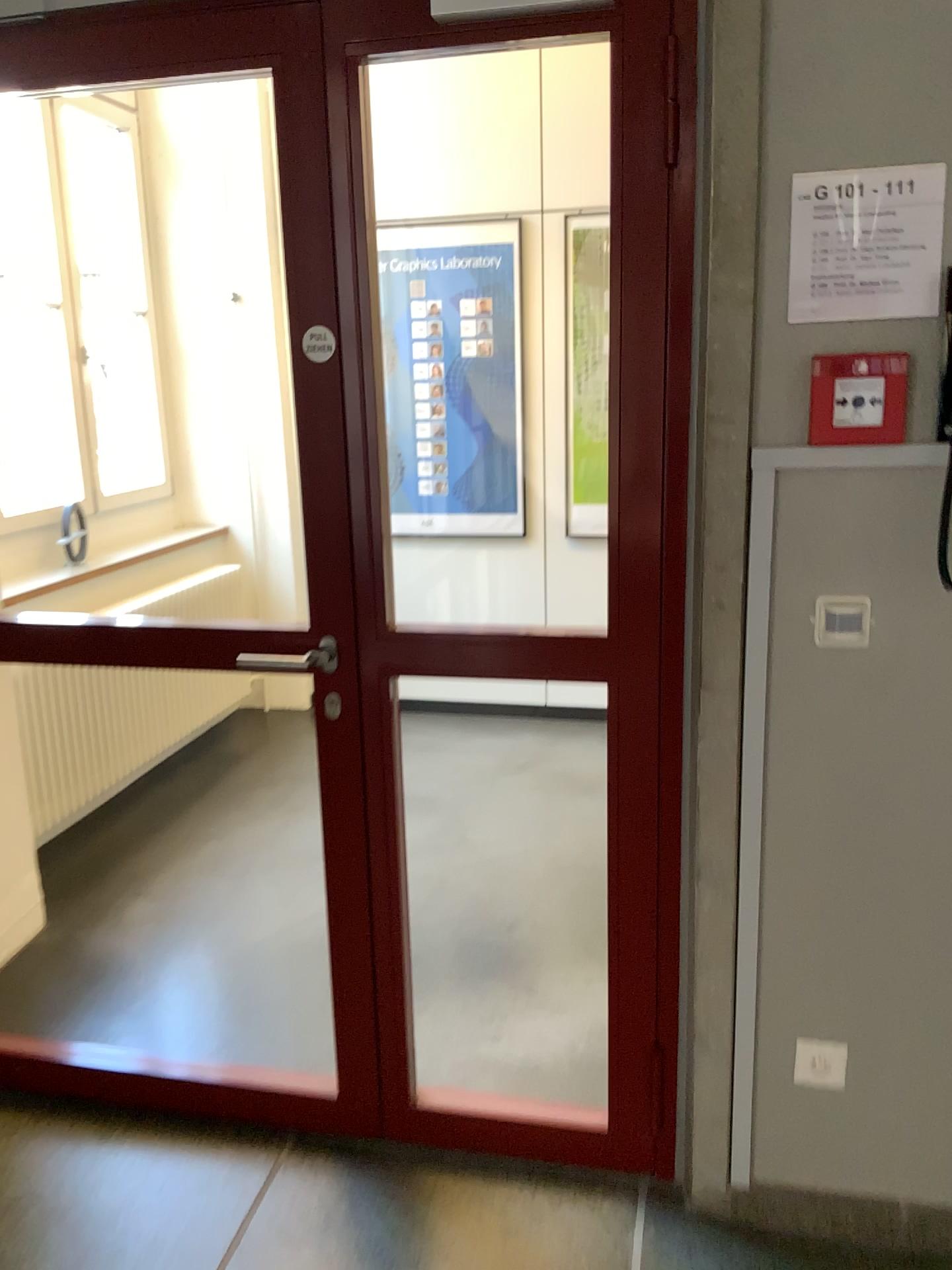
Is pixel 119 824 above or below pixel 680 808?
below

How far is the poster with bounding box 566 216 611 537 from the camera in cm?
428

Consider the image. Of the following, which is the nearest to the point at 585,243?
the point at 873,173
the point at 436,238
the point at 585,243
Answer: the point at 585,243

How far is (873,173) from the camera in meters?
1.5

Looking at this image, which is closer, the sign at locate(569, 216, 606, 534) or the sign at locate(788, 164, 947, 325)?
the sign at locate(788, 164, 947, 325)

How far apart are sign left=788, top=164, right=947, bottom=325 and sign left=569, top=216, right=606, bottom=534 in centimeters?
281cm

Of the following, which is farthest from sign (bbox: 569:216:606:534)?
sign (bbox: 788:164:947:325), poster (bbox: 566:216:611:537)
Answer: sign (bbox: 788:164:947:325)

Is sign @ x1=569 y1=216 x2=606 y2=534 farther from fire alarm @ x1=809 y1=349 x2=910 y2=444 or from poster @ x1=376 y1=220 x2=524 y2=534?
fire alarm @ x1=809 y1=349 x2=910 y2=444

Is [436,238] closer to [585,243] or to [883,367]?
[585,243]

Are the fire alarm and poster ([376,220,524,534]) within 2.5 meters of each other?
no
